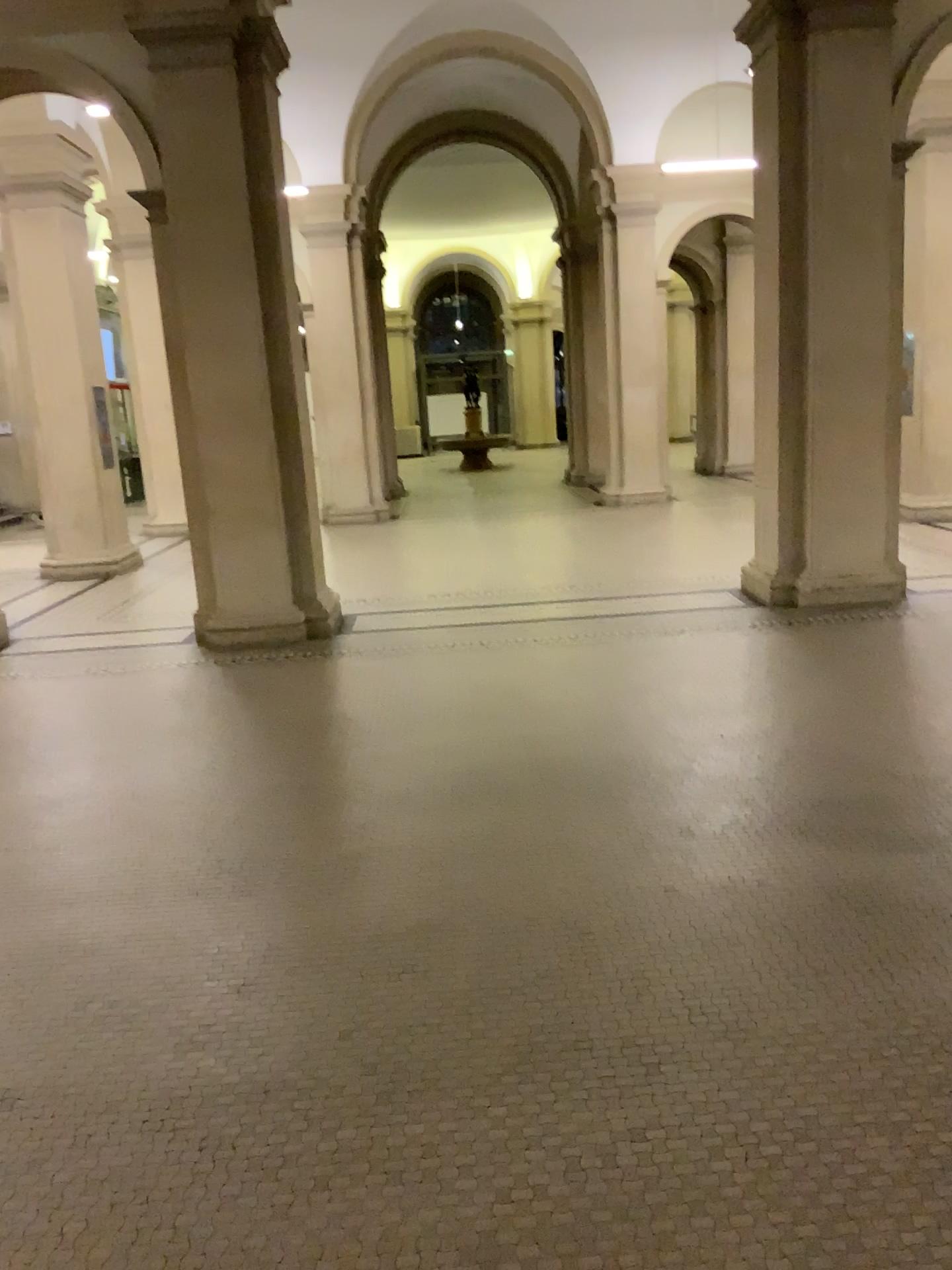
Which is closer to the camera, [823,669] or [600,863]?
[600,863]
